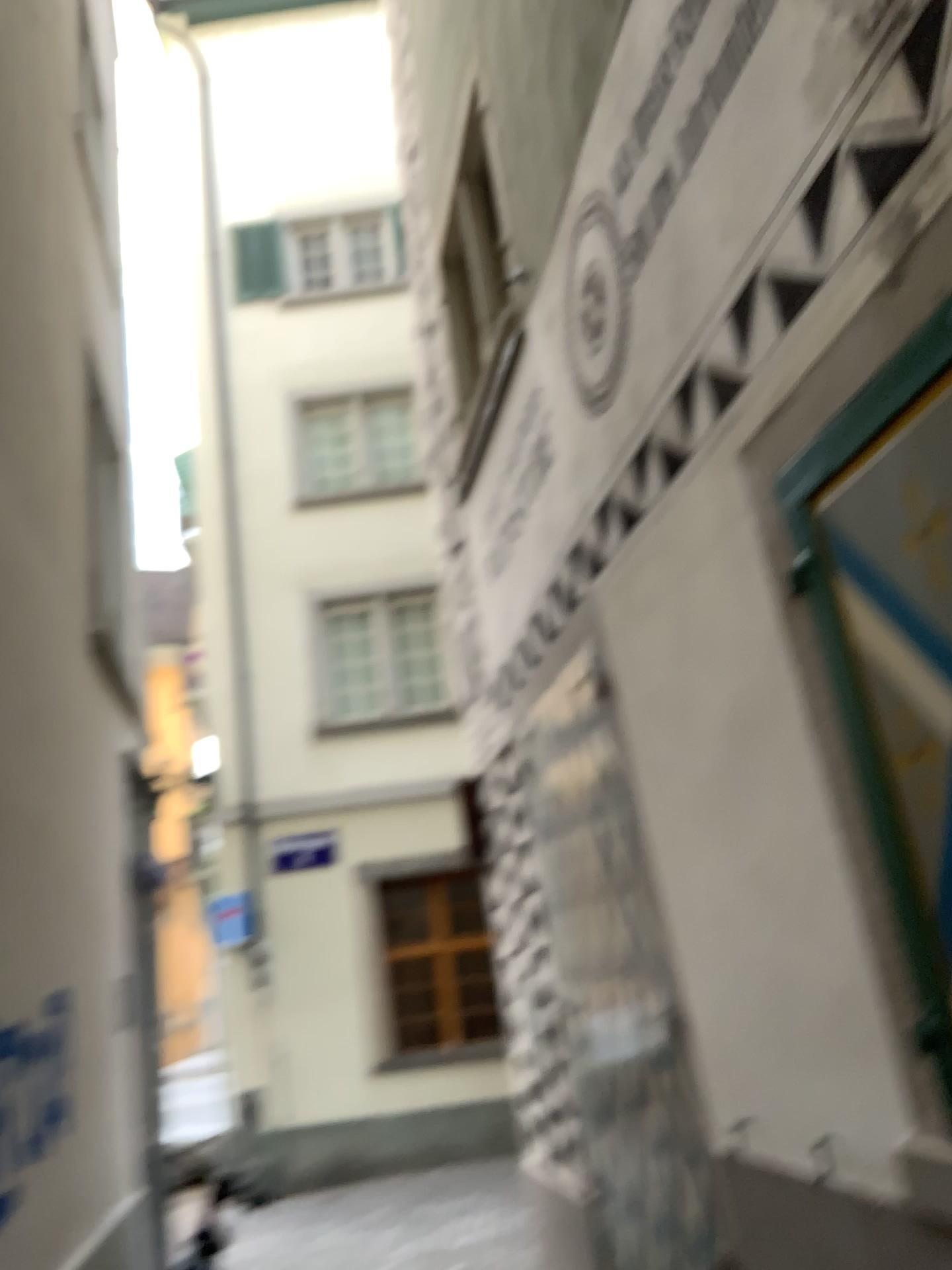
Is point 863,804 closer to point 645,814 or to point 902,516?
point 902,516
